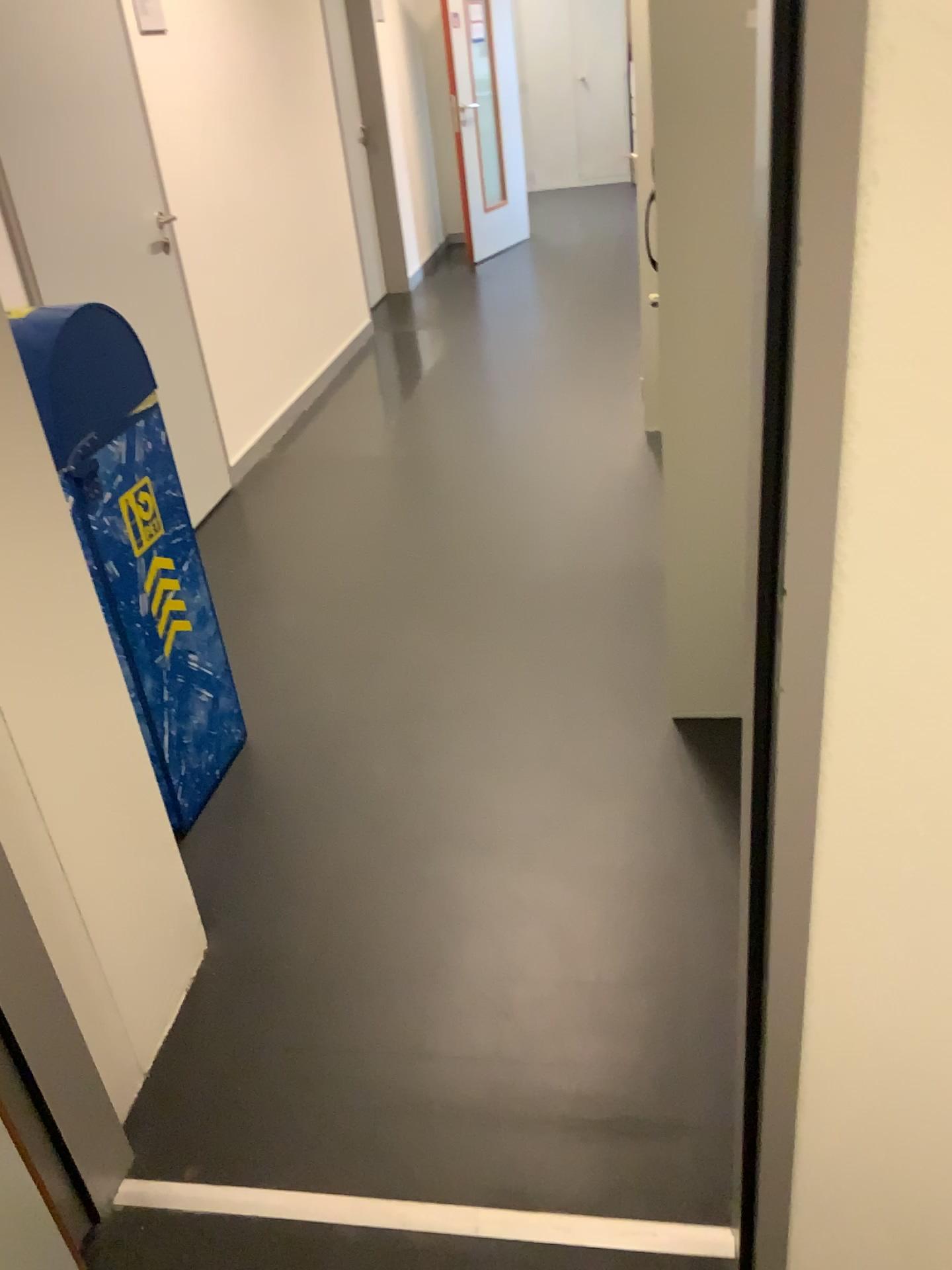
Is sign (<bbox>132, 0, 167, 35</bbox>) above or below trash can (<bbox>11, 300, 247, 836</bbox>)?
above

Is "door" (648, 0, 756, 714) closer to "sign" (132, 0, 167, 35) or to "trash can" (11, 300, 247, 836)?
"trash can" (11, 300, 247, 836)

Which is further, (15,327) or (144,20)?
(144,20)

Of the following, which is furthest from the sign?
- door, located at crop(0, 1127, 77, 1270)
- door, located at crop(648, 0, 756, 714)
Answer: door, located at crop(0, 1127, 77, 1270)

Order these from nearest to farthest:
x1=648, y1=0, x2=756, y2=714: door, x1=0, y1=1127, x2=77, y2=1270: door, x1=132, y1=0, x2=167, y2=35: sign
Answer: x1=0, y1=1127, x2=77, y2=1270: door
x1=648, y1=0, x2=756, y2=714: door
x1=132, y1=0, x2=167, y2=35: sign

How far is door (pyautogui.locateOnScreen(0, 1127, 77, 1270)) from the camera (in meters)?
1.37

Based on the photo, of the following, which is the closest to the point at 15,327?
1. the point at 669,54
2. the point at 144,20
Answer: the point at 669,54

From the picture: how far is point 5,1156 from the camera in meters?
1.4 m

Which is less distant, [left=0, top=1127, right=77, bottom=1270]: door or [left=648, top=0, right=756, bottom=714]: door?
[left=0, top=1127, right=77, bottom=1270]: door

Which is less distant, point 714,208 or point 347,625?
point 714,208
